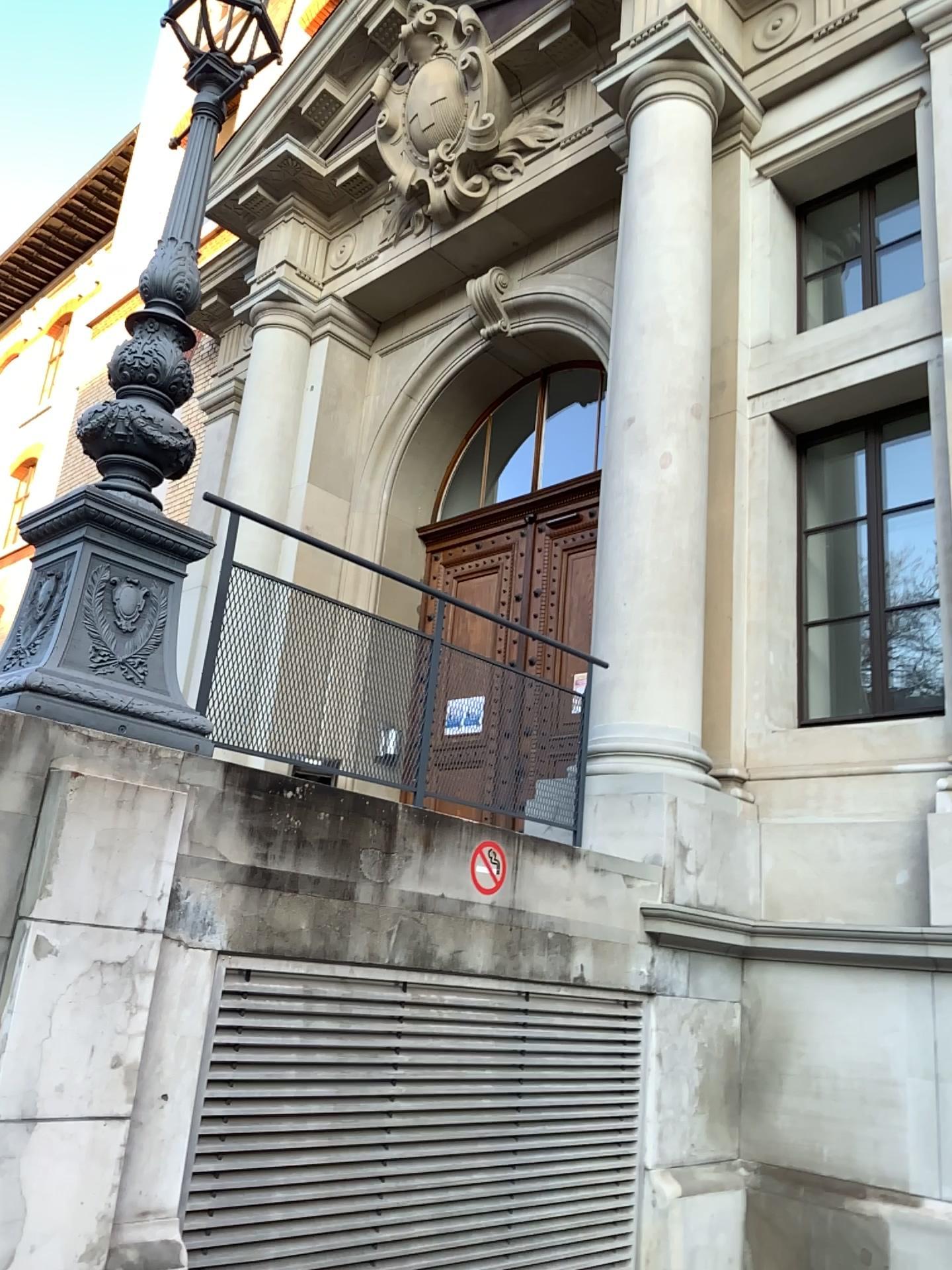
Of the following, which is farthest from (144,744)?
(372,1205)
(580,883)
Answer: (580,883)

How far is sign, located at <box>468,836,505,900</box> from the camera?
4.0m

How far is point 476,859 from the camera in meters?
4.0
